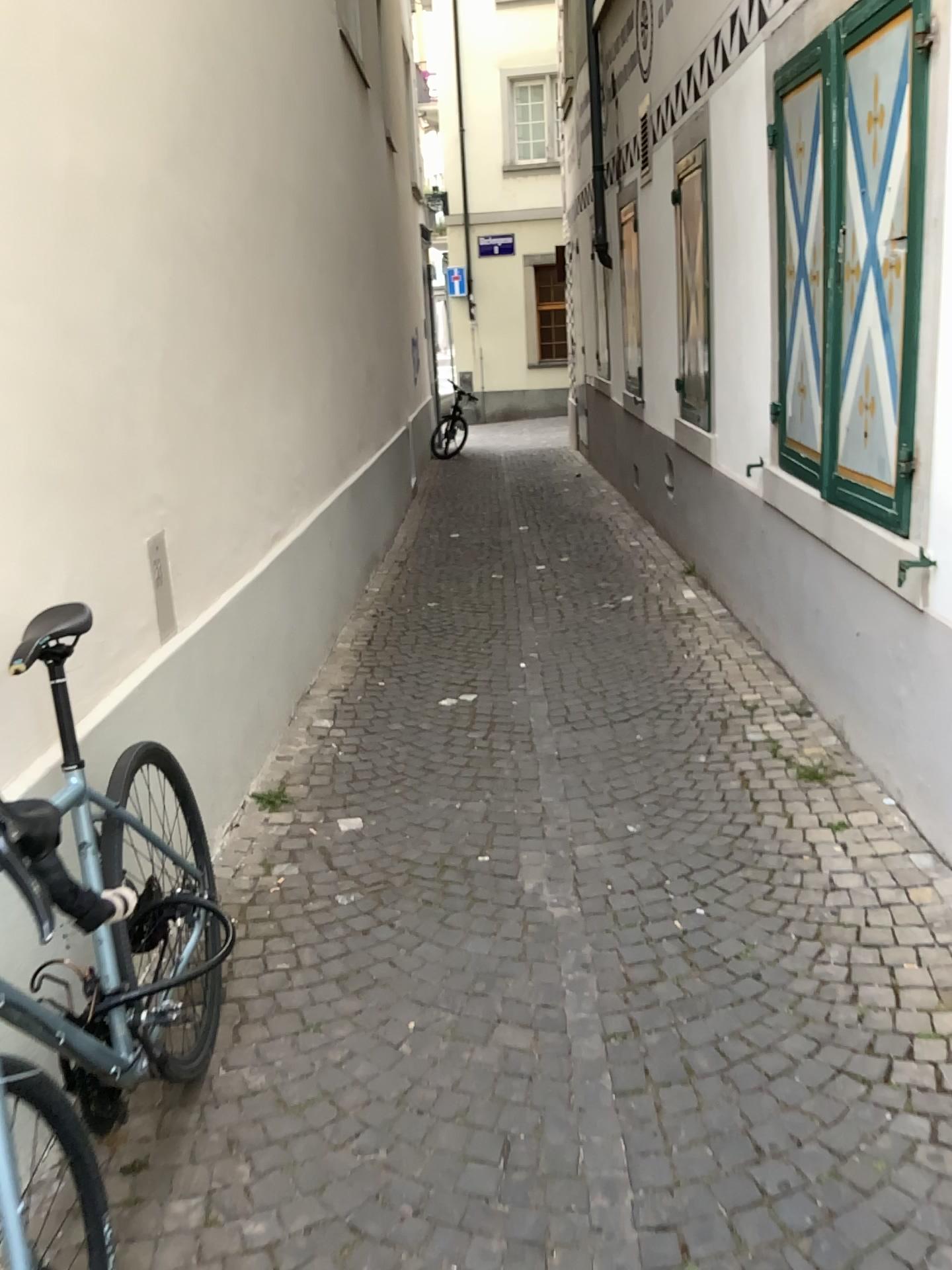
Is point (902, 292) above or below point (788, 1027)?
above
